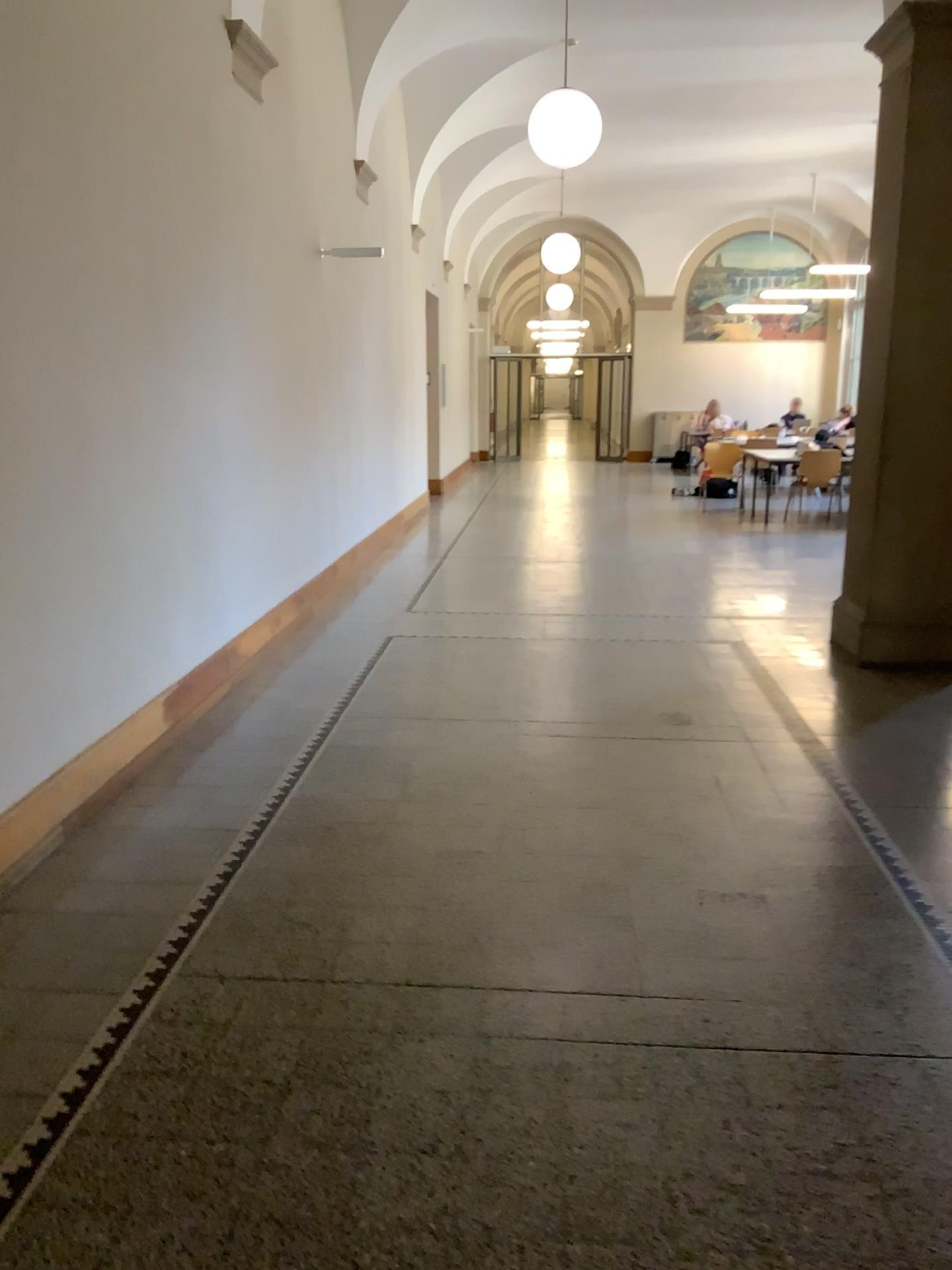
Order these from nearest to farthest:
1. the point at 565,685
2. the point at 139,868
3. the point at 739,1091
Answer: the point at 739,1091 → the point at 139,868 → the point at 565,685
